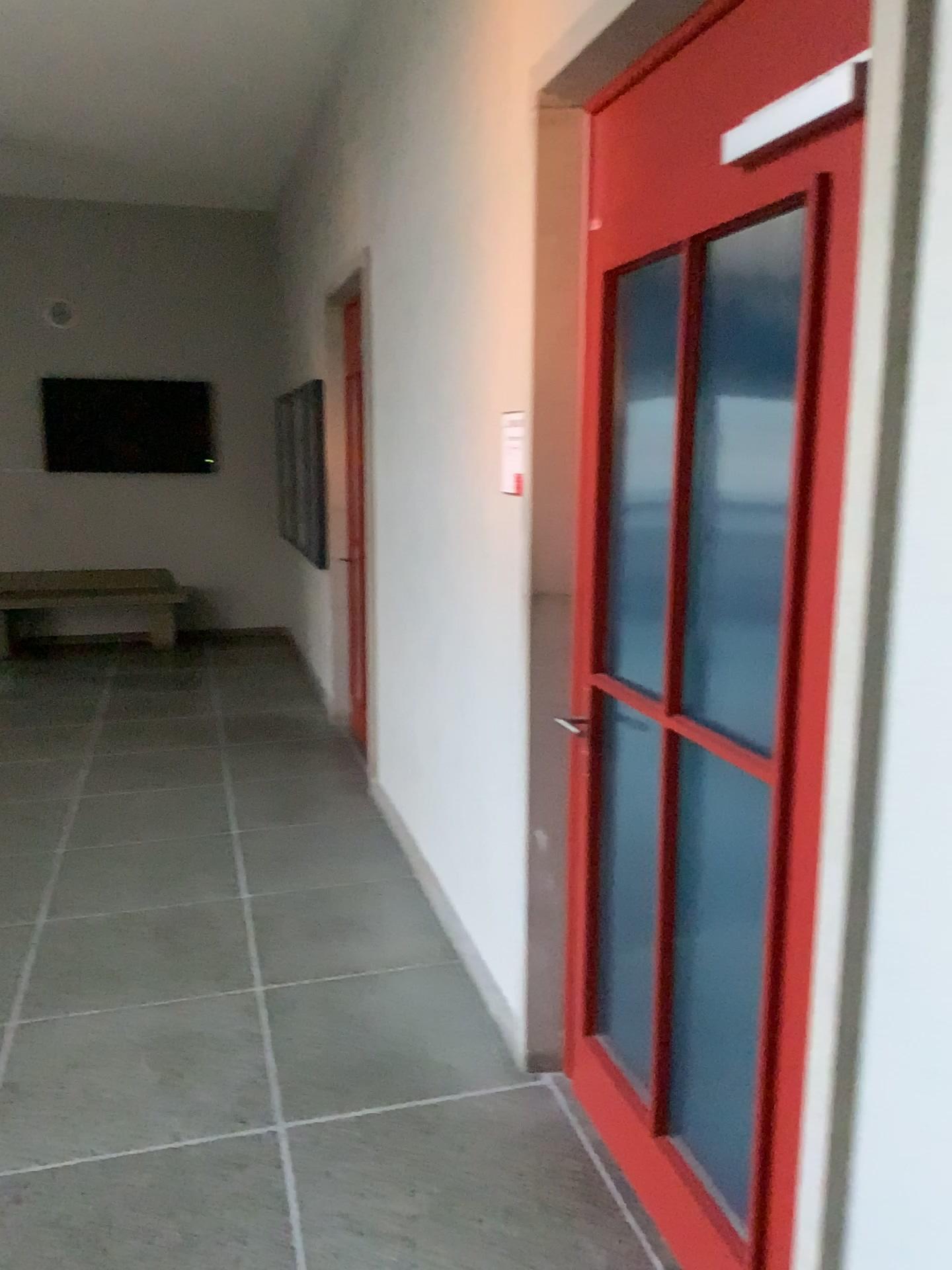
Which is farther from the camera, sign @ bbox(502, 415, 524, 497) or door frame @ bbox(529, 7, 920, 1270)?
sign @ bbox(502, 415, 524, 497)

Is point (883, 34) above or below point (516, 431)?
above

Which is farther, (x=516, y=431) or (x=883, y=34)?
(x=516, y=431)

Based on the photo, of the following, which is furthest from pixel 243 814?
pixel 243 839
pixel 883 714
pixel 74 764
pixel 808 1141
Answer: pixel 883 714
